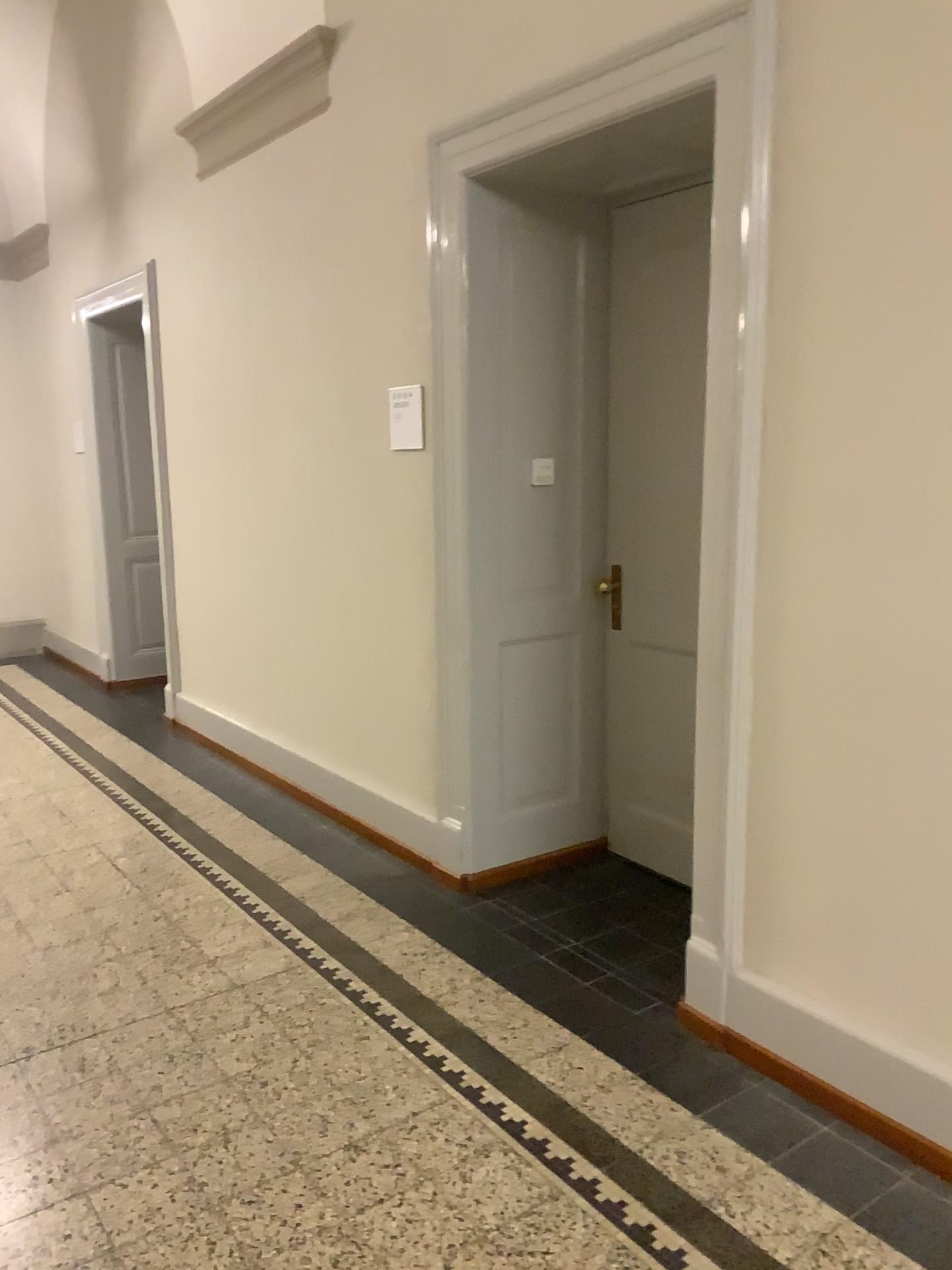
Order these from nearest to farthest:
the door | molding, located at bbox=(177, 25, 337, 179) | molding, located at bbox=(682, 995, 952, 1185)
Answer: molding, located at bbox=(682, 995, 952, 1185) < the door < molding, located at bbox=(177, 25, 337, 179)

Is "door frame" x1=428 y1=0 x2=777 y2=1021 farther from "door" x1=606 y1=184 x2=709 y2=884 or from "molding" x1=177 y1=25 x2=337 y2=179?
"molding" x1=177 y1=25 x2=337 y2=179

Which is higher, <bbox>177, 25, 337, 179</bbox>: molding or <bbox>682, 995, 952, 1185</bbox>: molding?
<bbox>177, 25, 337, 179</bbox>: molding

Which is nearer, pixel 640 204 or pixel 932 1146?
pixel 932 1146

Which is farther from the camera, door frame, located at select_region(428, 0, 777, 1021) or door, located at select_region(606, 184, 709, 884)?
door, located at select_region(606, 184, 709, 884)

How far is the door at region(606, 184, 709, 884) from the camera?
3.5 meters

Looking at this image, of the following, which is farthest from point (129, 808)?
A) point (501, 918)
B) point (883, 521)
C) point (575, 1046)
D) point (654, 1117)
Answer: point (883, 521)

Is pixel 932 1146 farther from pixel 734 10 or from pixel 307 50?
pixel 307 50

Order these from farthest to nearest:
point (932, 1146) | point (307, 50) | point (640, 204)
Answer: point (307, 50)
point (640, 204)
point (932, 1146)

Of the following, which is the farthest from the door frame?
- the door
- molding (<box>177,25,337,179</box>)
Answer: molding (<box>177,25,337,179</box>)
